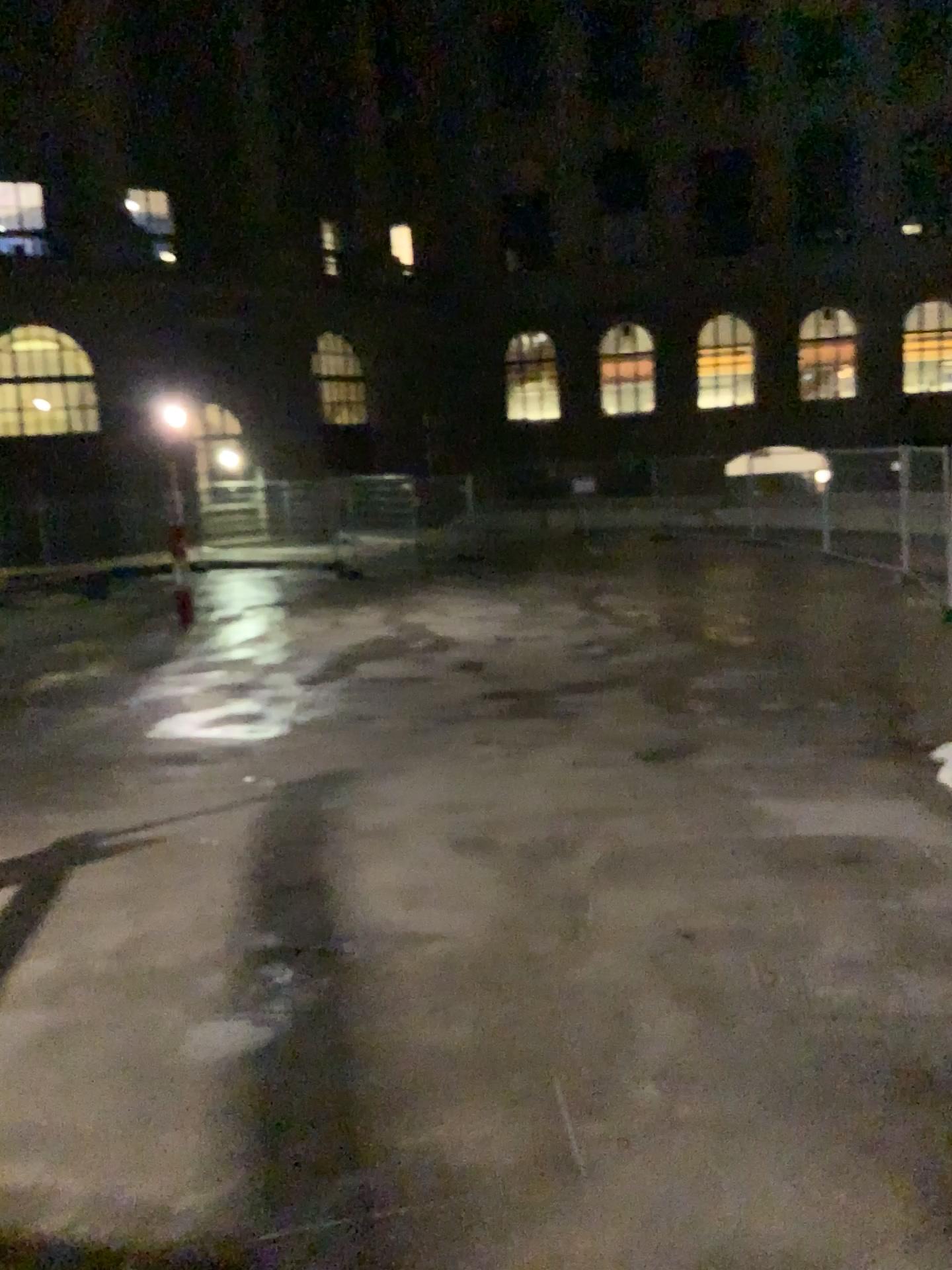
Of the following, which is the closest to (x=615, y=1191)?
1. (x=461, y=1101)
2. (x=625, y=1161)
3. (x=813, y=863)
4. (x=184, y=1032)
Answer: (x=625, y=1161)
